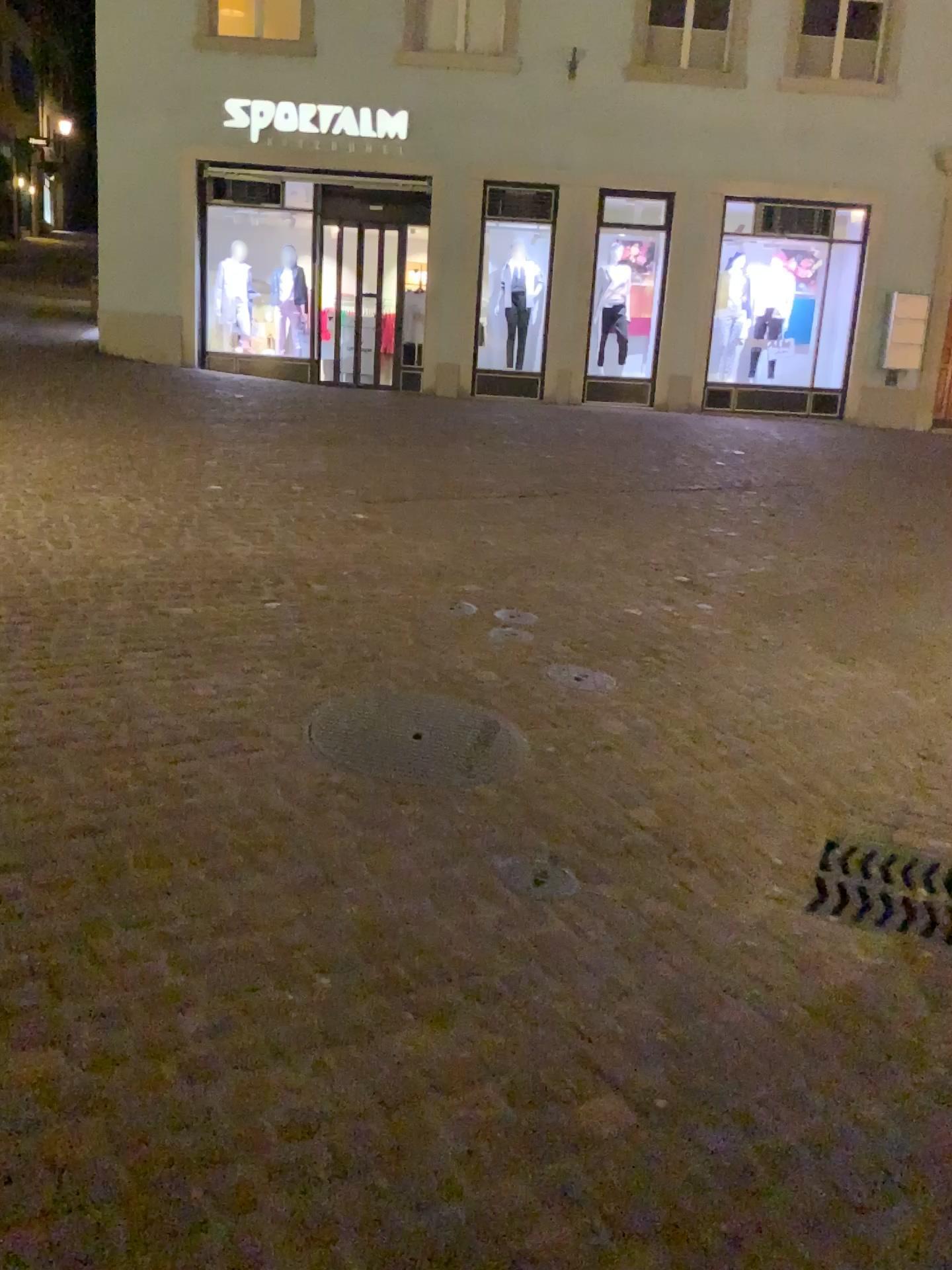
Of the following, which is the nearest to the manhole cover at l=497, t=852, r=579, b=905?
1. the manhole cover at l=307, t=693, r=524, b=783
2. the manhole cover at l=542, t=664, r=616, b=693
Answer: the manhole cover at l=307, t=693, r=524, b=783

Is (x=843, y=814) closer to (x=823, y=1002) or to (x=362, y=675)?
(x=823, y=1002)

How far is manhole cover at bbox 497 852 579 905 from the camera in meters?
2.6

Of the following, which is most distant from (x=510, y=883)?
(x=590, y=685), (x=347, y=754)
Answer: (x=590, y=685)

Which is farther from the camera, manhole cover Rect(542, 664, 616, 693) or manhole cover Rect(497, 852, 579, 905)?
manhole cover Rect(542, 664, 616, 693)

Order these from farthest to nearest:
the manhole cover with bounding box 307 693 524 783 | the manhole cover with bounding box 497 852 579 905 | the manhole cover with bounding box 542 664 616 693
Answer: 1. the manhole cover with bounding box 542 664 616 693
2. the manhole cover with bounding box 307 693 524 783
3. the manhole cover with bounding box 497 852 579 905

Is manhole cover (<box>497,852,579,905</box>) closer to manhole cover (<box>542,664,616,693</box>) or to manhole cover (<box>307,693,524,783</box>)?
manhole cover (<box>307,693,524,783</box>)

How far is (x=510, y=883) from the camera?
2.6 meters

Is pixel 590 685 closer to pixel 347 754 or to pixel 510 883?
pixel 347 754
